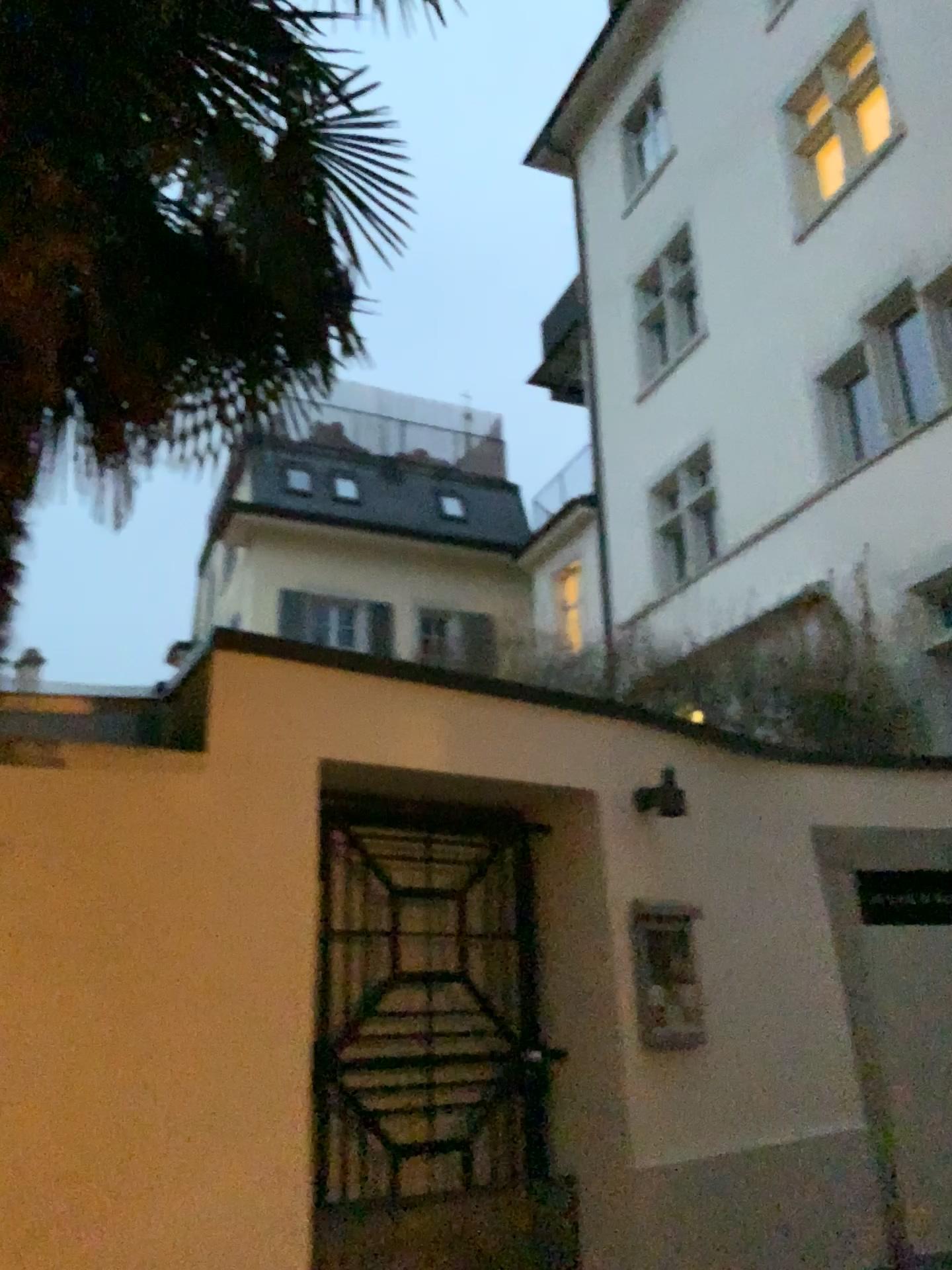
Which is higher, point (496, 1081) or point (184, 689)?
point (184, 689)
